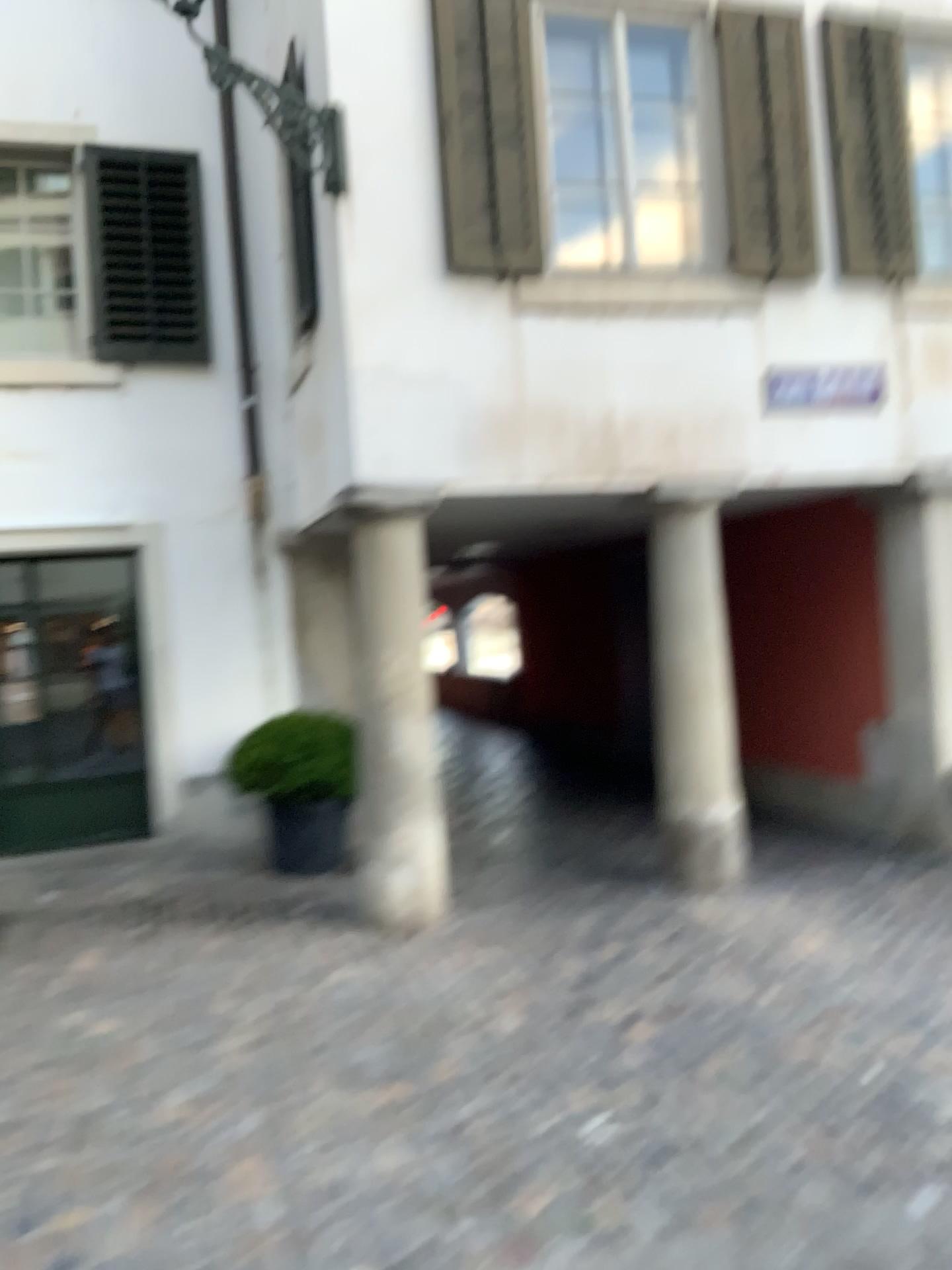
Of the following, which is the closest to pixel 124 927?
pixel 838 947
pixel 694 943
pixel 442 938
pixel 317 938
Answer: pixel 317 938
